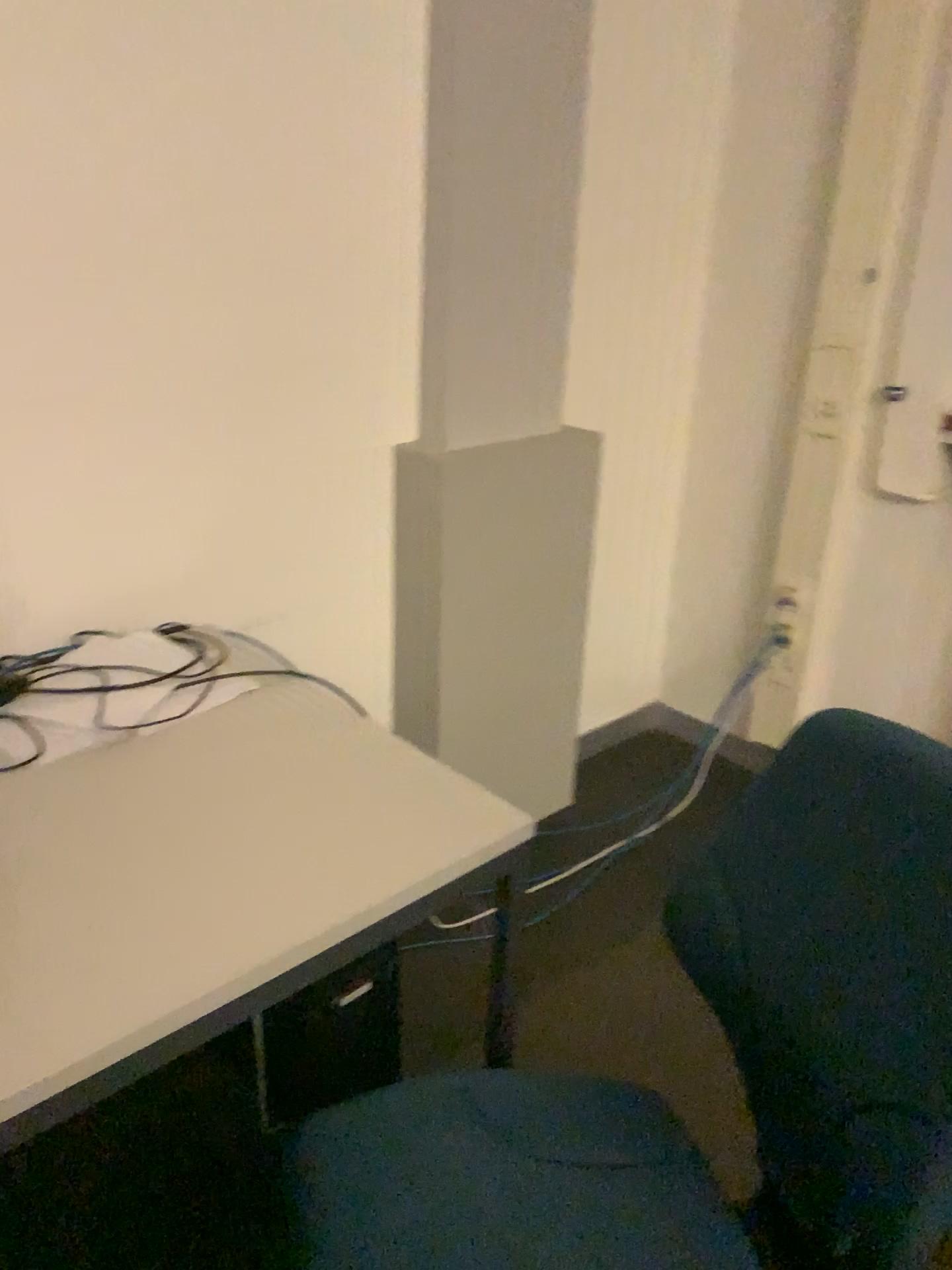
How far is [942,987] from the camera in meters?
0.8

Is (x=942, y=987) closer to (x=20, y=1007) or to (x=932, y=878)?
(x=932, y=878)

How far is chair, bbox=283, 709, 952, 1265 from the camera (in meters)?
0.88

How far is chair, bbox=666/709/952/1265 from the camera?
0.8m

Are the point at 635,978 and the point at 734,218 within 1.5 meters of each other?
no

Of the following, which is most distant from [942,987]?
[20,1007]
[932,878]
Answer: [20,1007]
